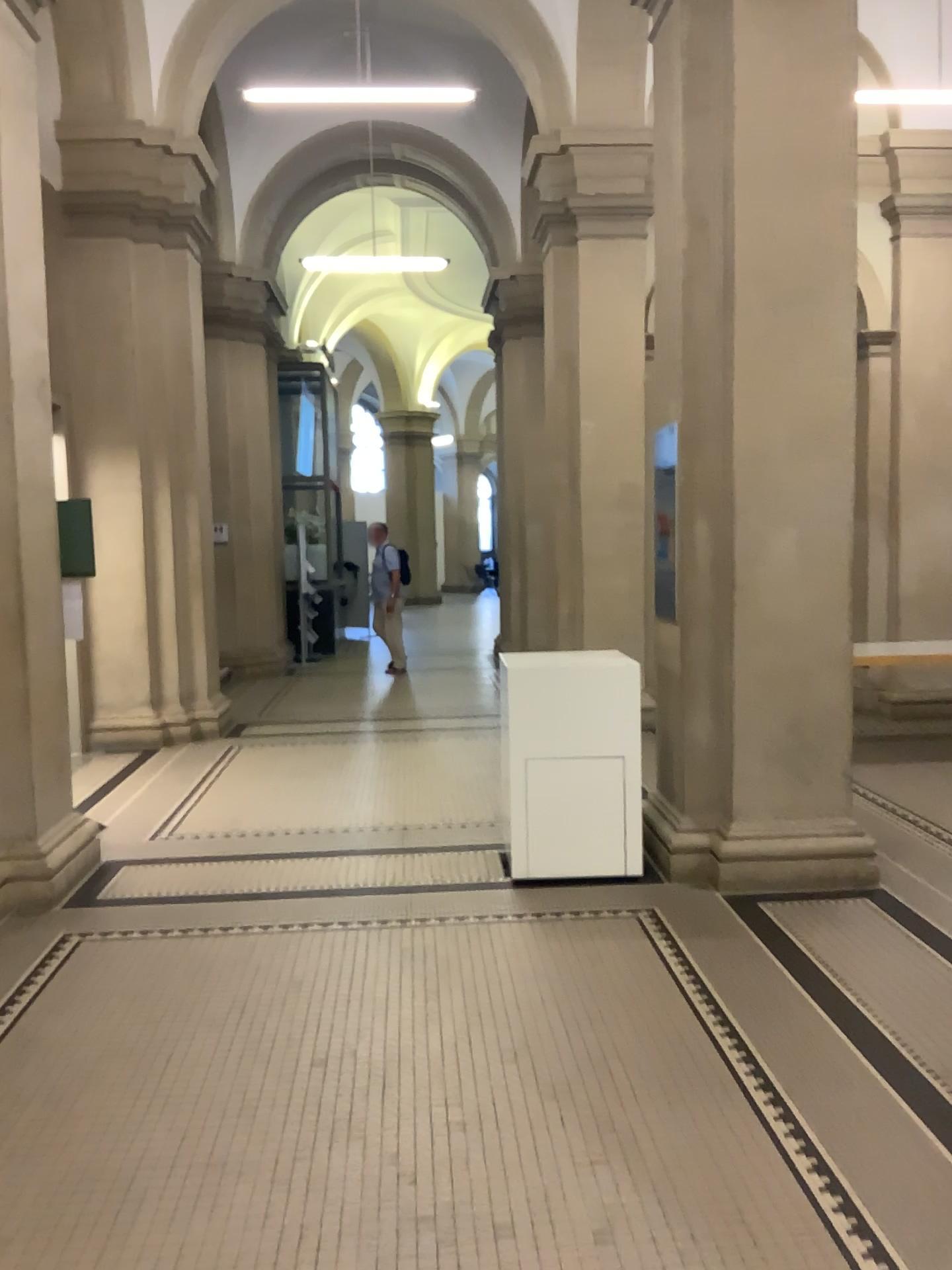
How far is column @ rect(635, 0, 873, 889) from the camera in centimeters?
458cm

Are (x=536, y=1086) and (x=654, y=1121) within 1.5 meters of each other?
yes

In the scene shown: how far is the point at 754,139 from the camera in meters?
4.6 m
